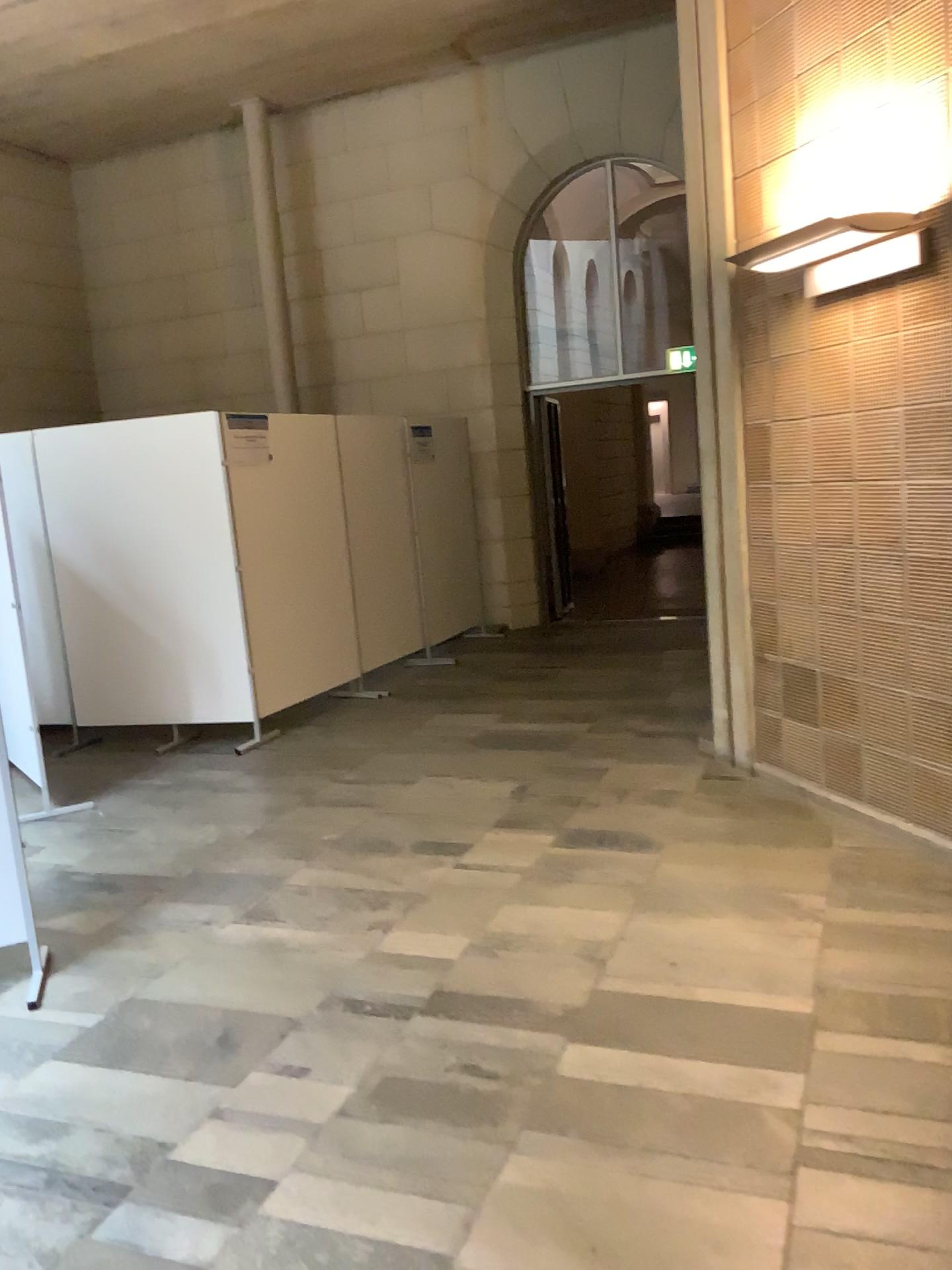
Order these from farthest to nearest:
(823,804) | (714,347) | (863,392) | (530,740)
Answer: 1. (530,740)
2. (714,347)
3. (823,804)
4. (863,392)
